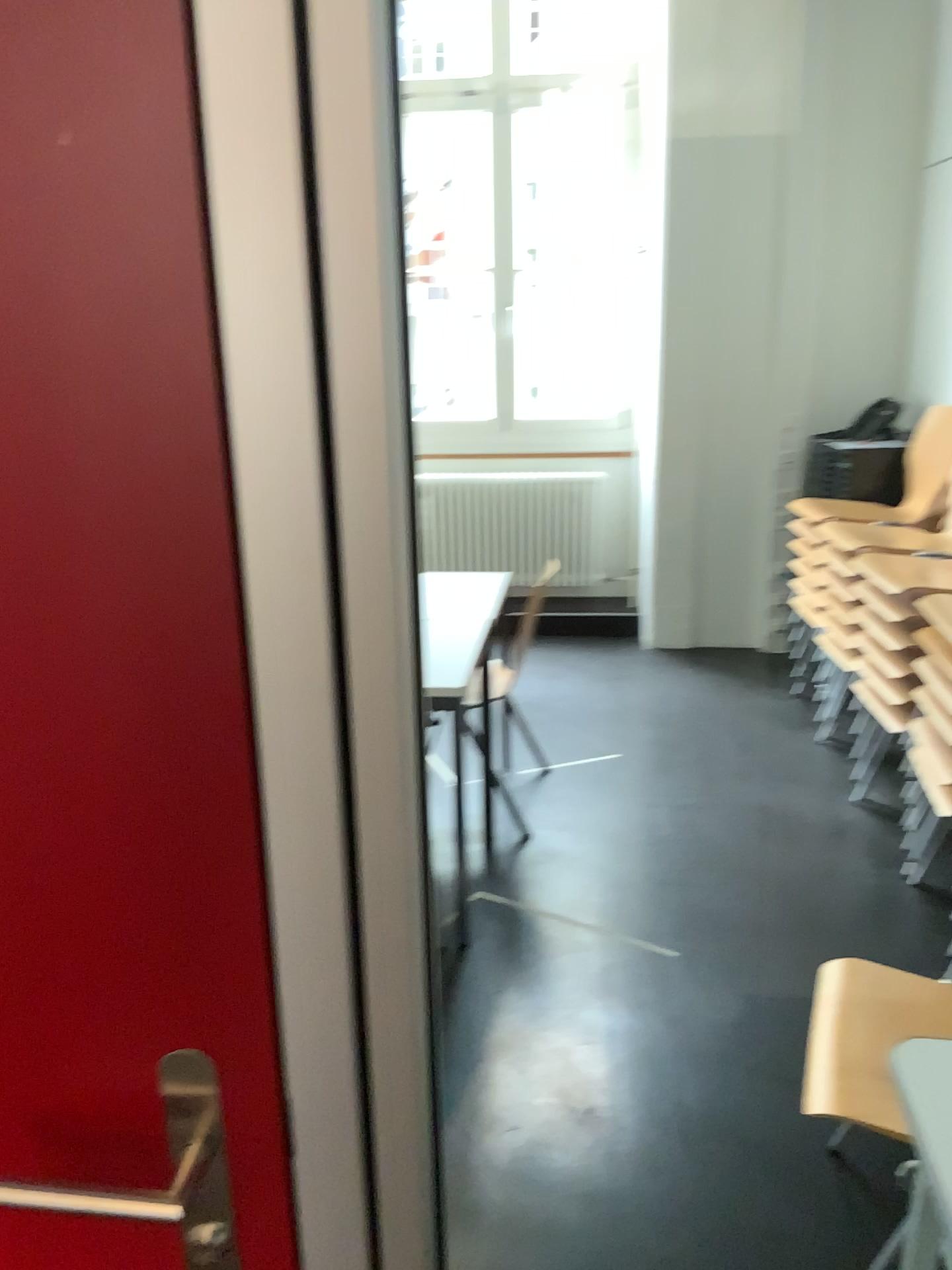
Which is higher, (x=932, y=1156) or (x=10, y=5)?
(x=10, y=5)

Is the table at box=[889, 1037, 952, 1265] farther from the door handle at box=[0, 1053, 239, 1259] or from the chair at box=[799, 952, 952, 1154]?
the door handle at box=[0, 1053, 239, 1259]

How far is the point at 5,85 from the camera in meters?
0.6 m

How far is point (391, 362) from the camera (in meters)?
0.56

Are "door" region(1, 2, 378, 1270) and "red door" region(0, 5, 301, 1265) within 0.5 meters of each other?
yes

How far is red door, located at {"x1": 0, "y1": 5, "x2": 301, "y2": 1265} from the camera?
0.6 meters

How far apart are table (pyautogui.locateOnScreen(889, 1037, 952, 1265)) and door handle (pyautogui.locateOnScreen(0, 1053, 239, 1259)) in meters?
1.1

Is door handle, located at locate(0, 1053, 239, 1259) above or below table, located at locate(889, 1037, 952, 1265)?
above

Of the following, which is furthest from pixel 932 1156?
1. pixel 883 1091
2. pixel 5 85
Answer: pixel 5 85

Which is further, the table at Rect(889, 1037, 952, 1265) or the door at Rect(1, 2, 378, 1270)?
the table at Rect(889, 1037, 952, 1265)
